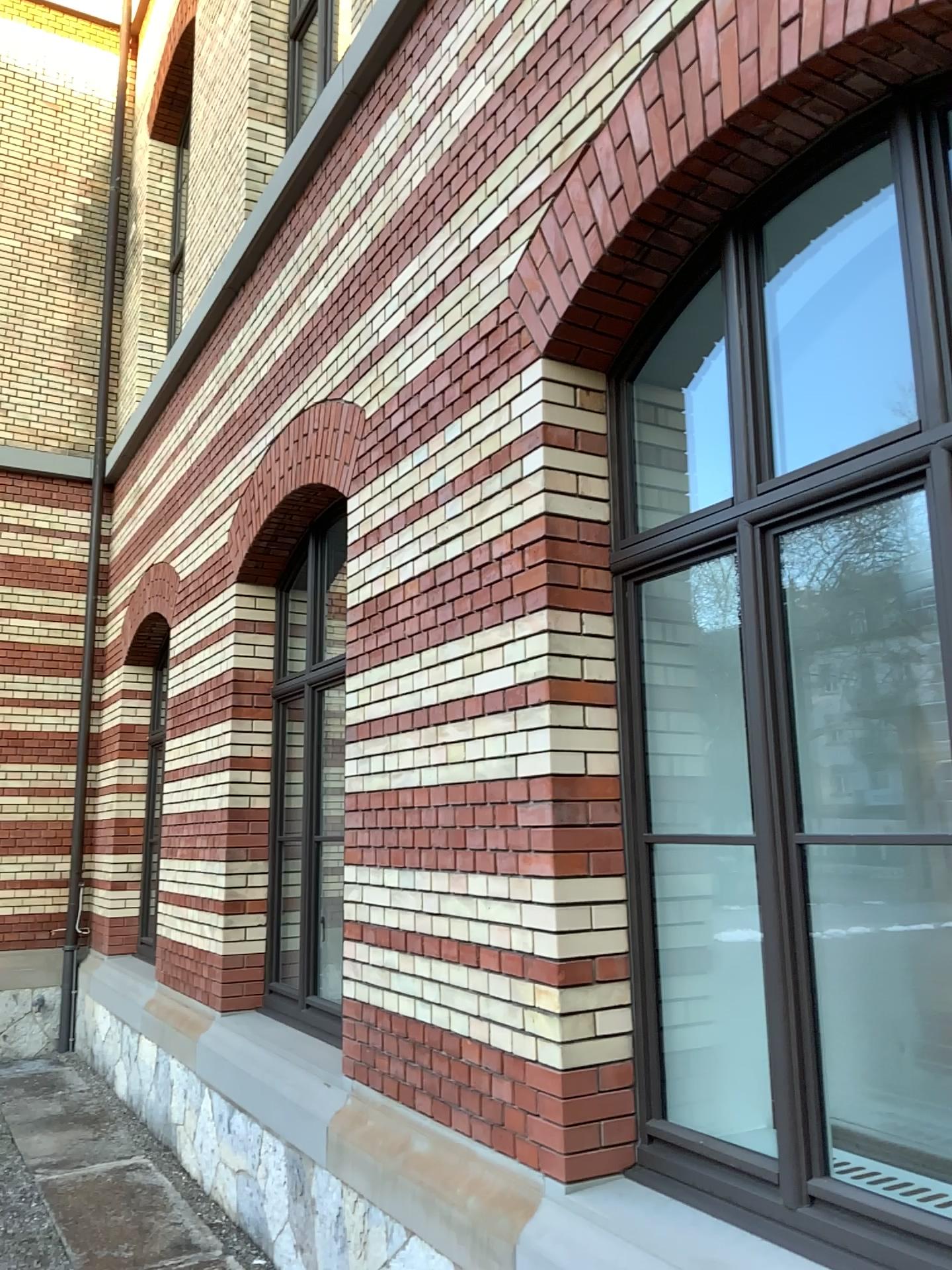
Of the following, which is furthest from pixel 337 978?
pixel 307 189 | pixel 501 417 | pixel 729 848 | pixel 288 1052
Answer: pixel 307 189
